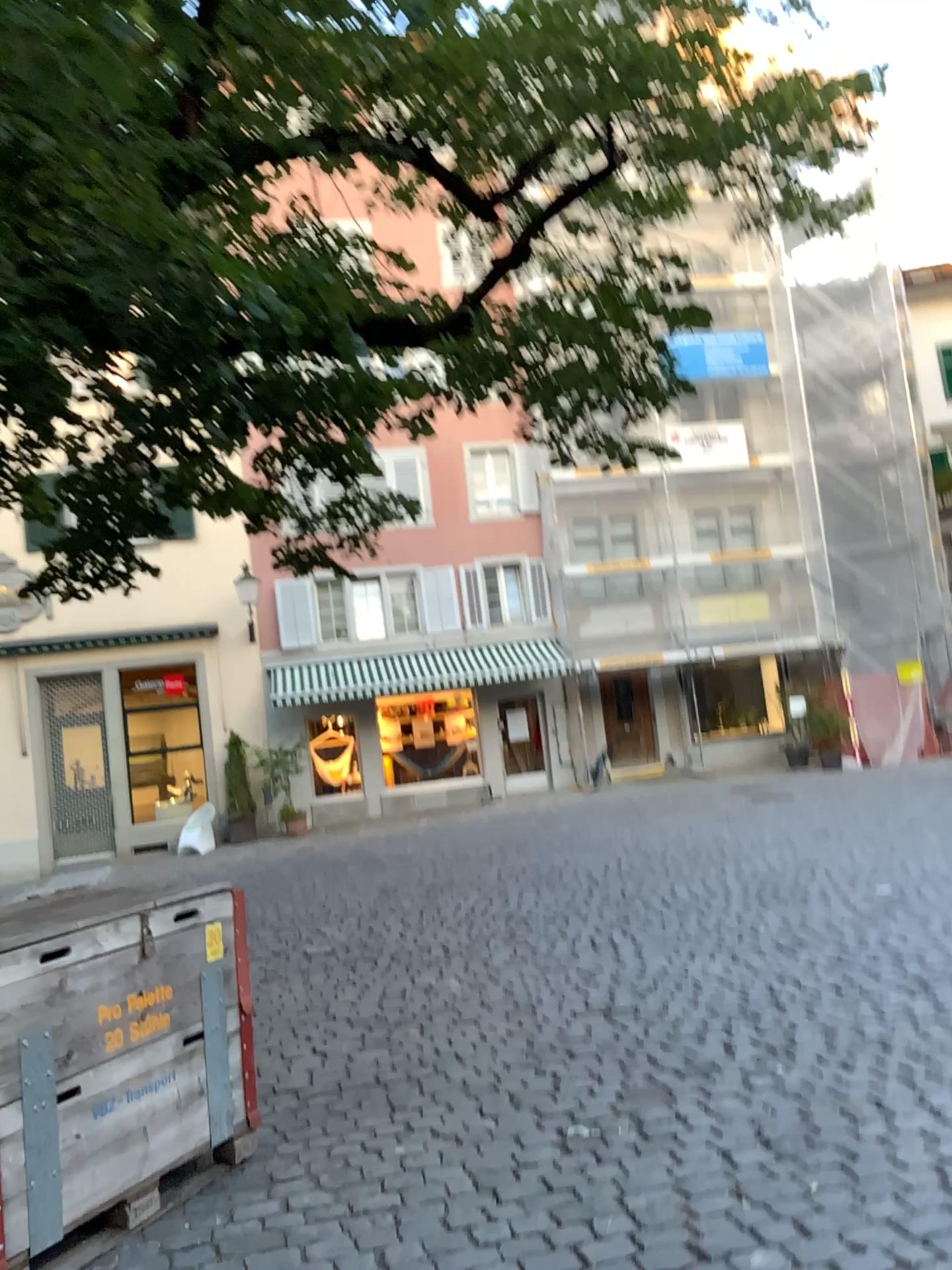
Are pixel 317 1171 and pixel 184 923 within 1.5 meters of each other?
yes
